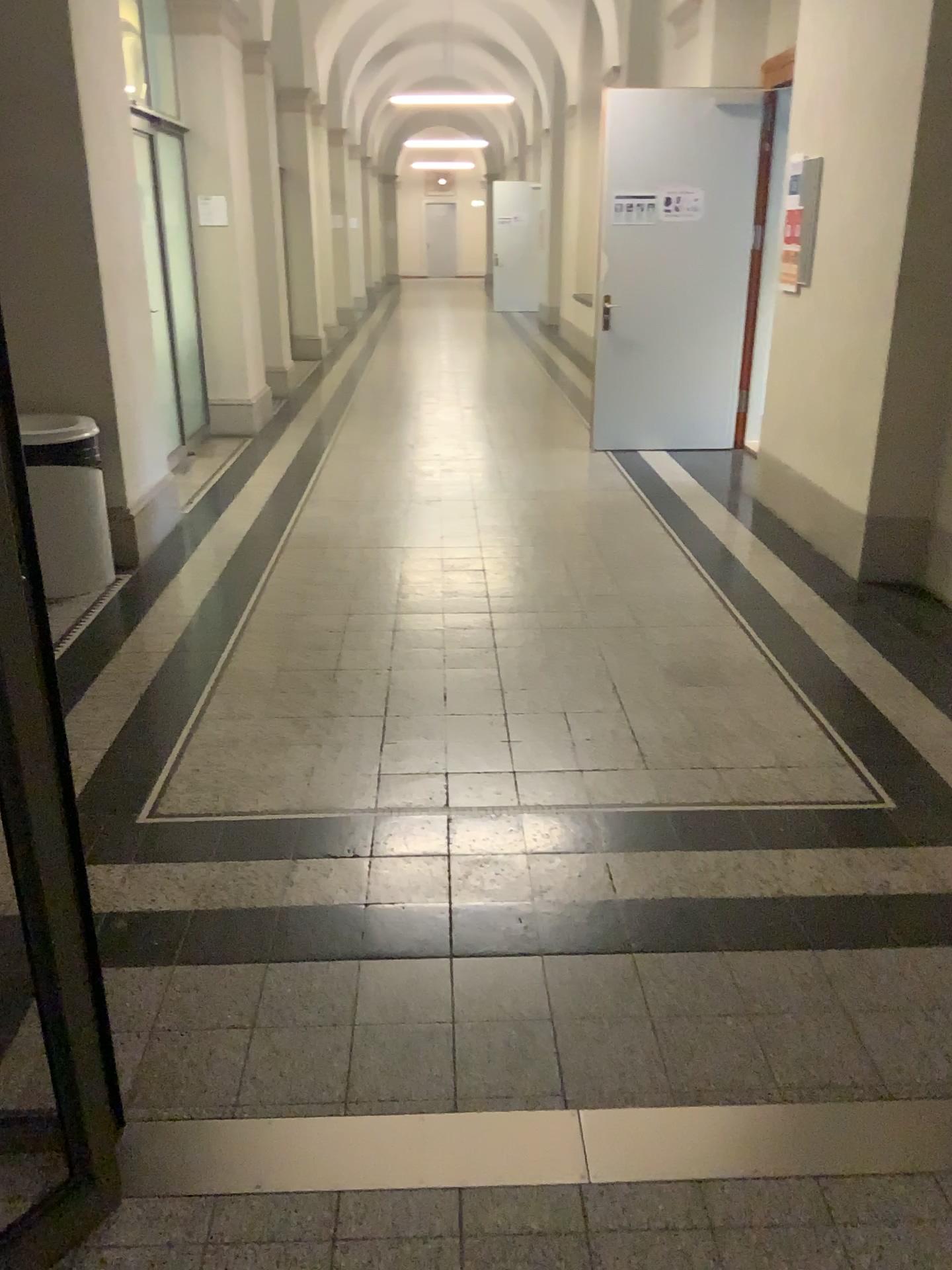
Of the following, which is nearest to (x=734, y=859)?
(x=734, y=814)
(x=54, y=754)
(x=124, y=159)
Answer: (x=734, y=814)
